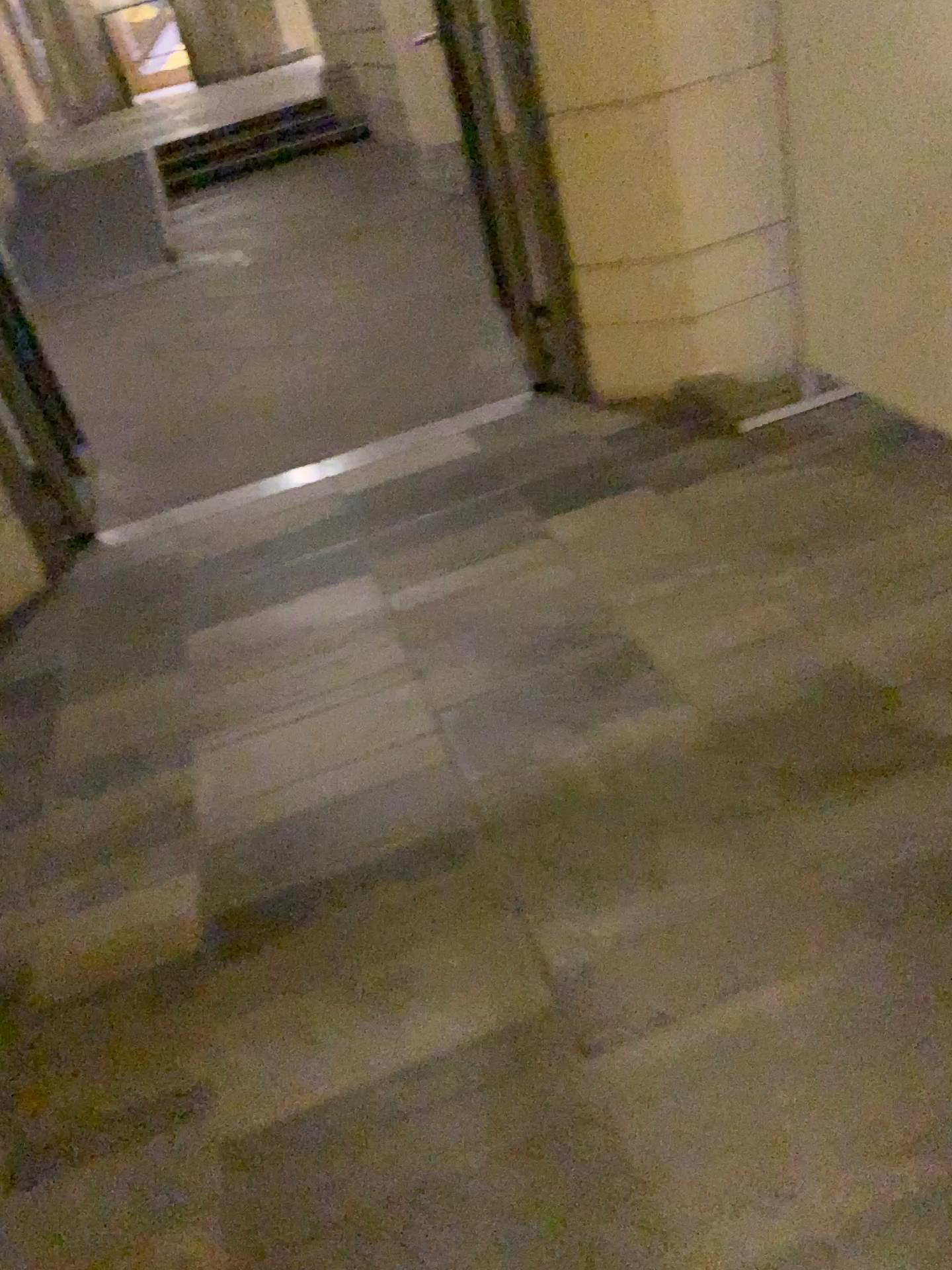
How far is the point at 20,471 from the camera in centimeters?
312cm

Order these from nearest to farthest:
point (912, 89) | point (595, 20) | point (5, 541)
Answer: point (912, 89), point (595, 20), point (5, 541)

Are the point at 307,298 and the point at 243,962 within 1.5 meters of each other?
no

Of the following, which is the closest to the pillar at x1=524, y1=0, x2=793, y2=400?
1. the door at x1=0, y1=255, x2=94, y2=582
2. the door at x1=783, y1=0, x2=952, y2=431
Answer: the door at x1=783, y1=0, x2=952, y2=431

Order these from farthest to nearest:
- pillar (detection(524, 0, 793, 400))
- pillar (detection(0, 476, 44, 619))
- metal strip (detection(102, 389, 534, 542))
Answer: metal strip (detection(102, 389, 534, 542))
pillar (detection(0, 476, 44, 619))
pillar (detection(524, 0, 793, 400))

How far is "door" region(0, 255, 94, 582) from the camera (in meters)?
3.12

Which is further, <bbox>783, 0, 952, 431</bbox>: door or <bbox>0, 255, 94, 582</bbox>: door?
<bbox>0, 255, 94, 582</bbox>: door

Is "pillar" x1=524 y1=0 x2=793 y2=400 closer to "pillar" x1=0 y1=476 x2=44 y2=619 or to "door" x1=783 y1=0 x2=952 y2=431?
"door" x1=783 y1=0 x2=952 y2=431

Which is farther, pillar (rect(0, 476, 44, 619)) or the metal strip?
the metal strip

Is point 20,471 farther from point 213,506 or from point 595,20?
point 595,20
